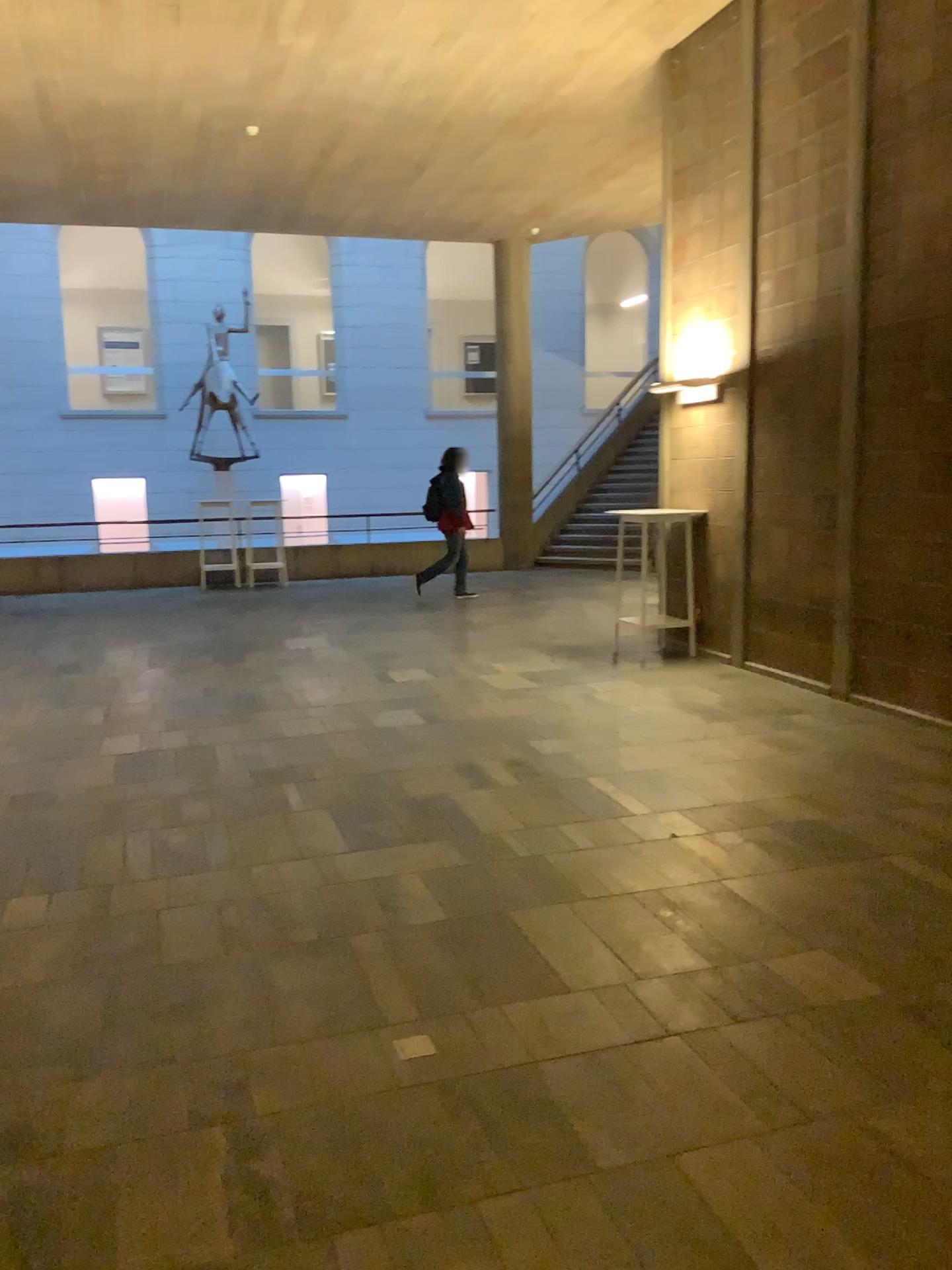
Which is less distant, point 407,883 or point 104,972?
point 104,972
